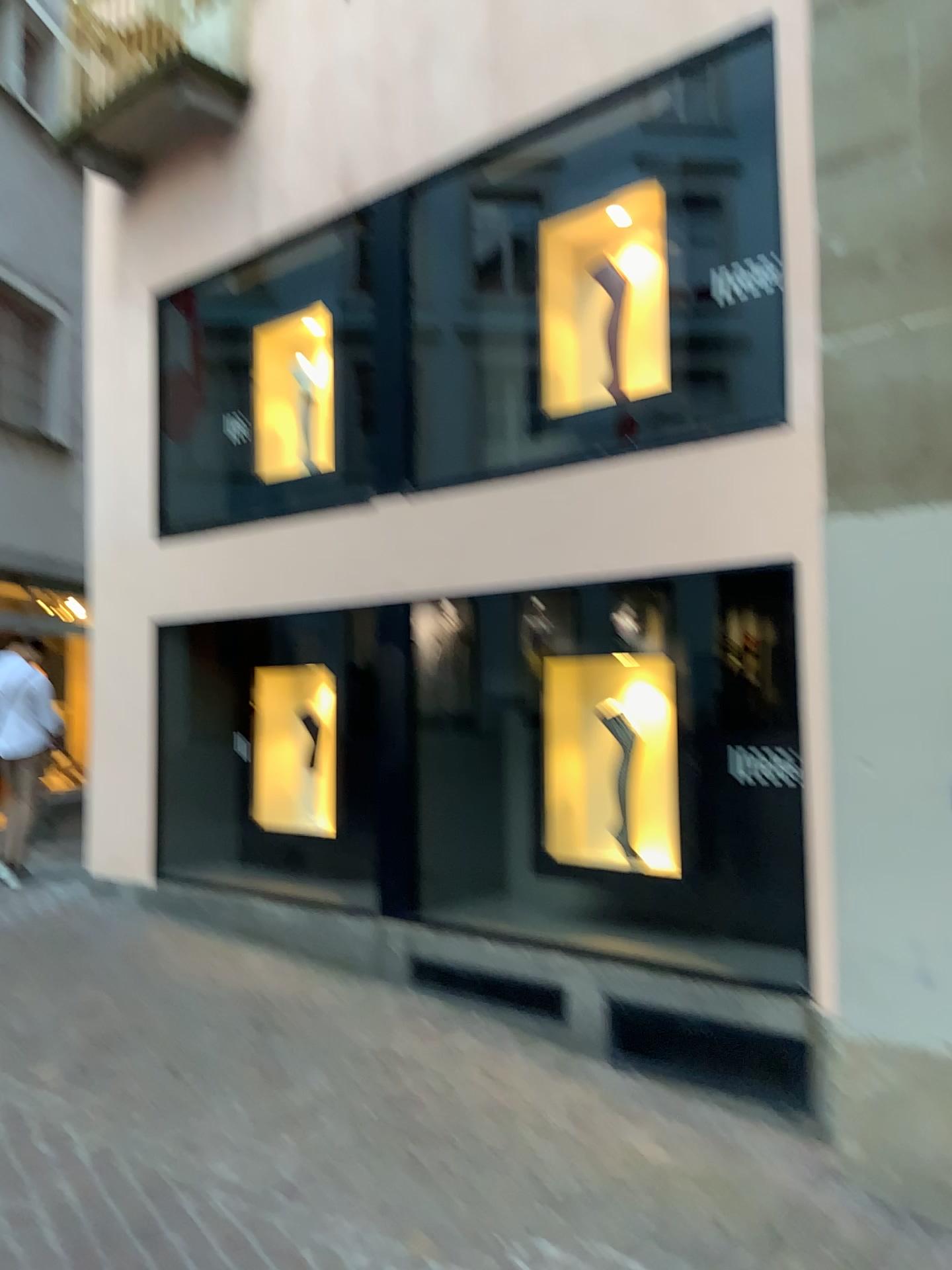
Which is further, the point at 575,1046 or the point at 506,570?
the point at 506,570
